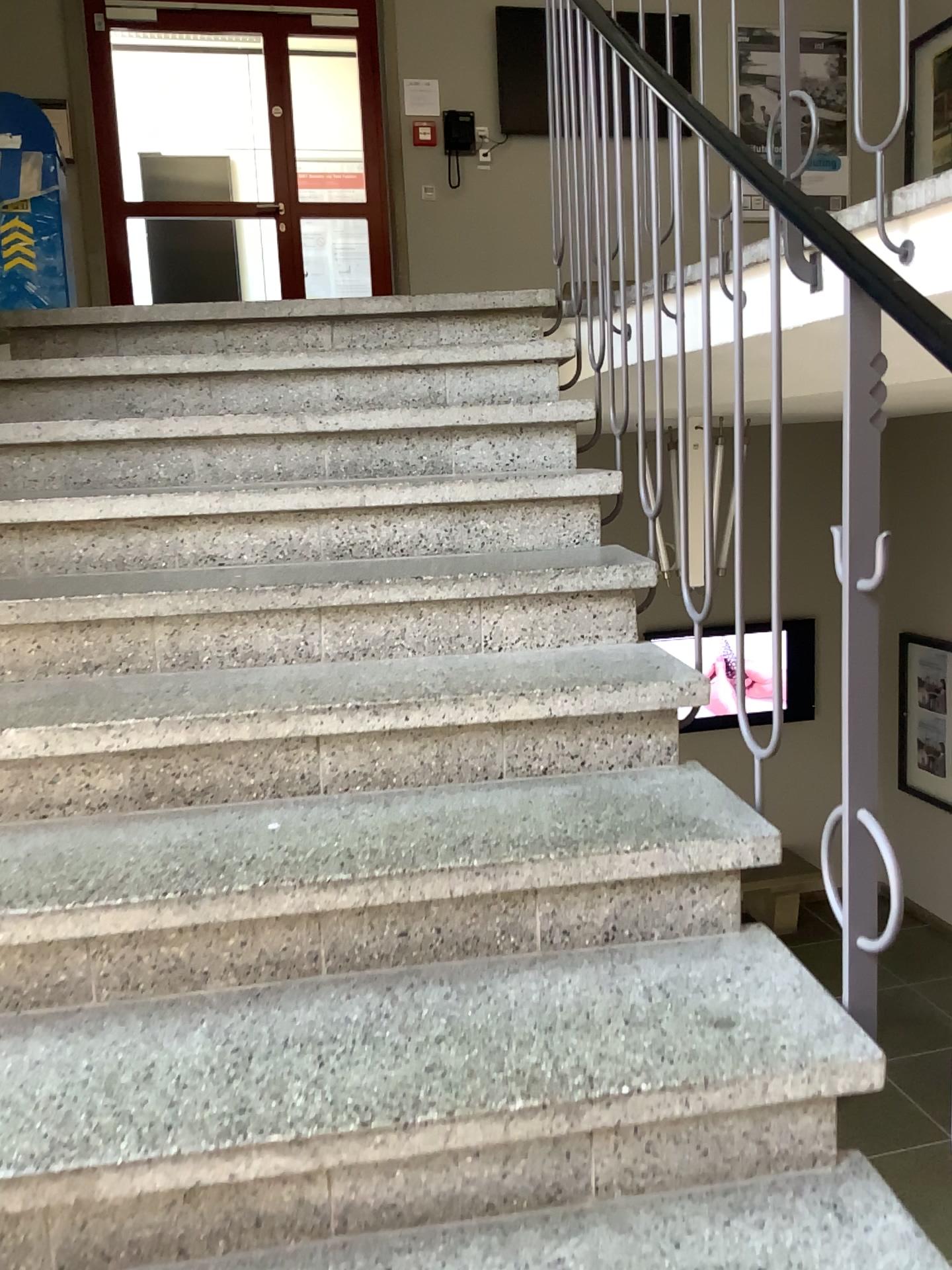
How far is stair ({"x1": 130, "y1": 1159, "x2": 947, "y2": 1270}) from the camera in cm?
118

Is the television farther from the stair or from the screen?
the stair

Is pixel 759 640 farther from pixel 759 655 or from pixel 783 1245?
pixel 783 1245

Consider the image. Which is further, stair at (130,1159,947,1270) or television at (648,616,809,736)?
television at (648,616,809,736)

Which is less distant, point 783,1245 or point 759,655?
point 783,1245

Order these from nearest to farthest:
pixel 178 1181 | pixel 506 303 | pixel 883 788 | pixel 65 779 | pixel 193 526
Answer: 1. pixel 178 1181
2. pixel 883 788
3. pixel 65 779
4. pixel 193 526
5. pixel 506 303

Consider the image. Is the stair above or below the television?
below

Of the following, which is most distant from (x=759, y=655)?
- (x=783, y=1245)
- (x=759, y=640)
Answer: (x=783, y=1245)

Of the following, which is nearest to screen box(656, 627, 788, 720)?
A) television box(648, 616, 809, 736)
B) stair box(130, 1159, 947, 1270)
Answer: television box(648, 616, 809, 736)
